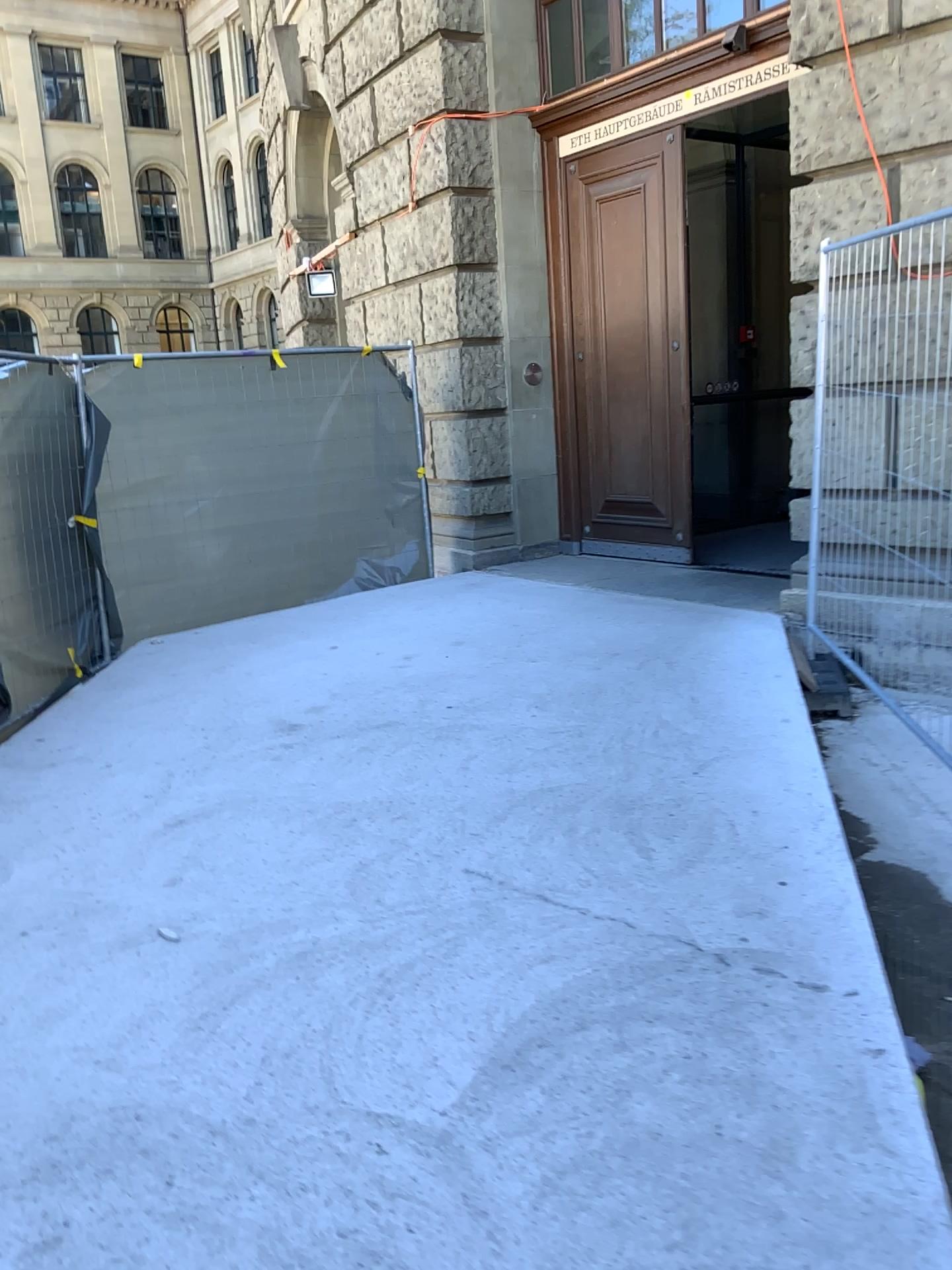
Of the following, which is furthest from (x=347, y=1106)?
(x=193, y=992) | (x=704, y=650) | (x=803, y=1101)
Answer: (x=704, y=650)
